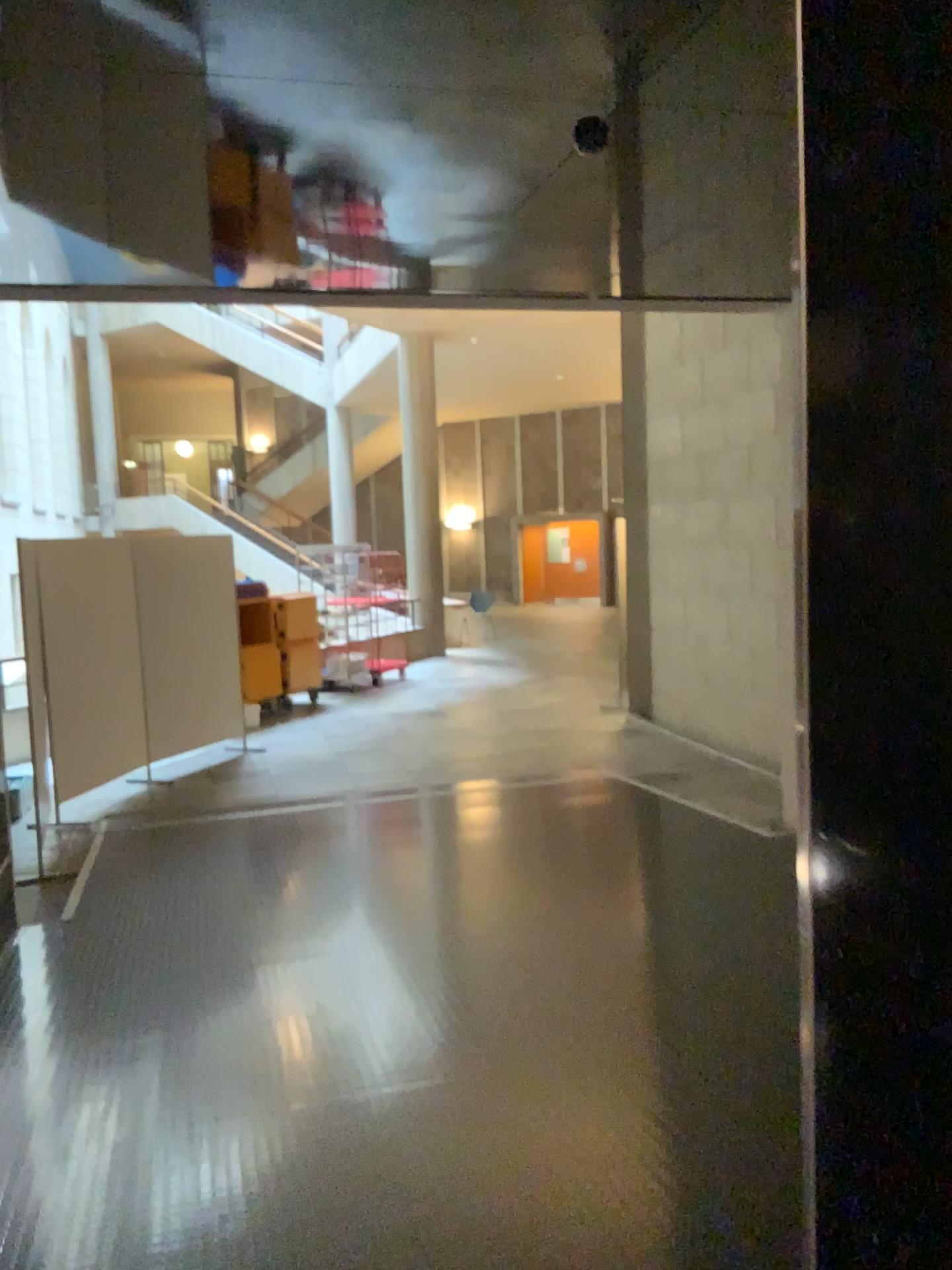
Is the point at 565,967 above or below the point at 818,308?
below
